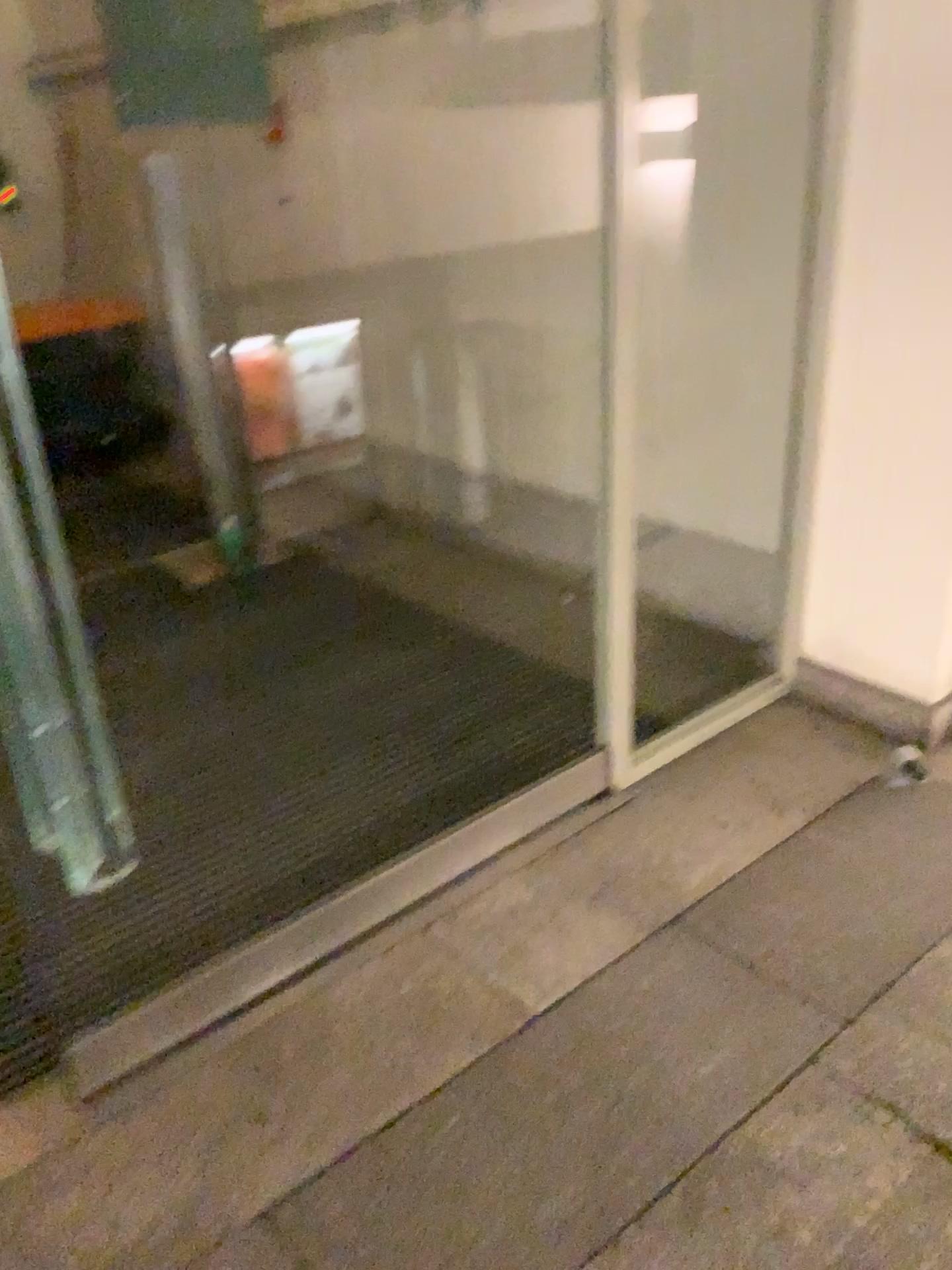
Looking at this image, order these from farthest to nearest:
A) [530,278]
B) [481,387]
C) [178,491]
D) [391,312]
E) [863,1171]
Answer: [178,491], [391,312], [481,387], [530,278], [863,1171]
